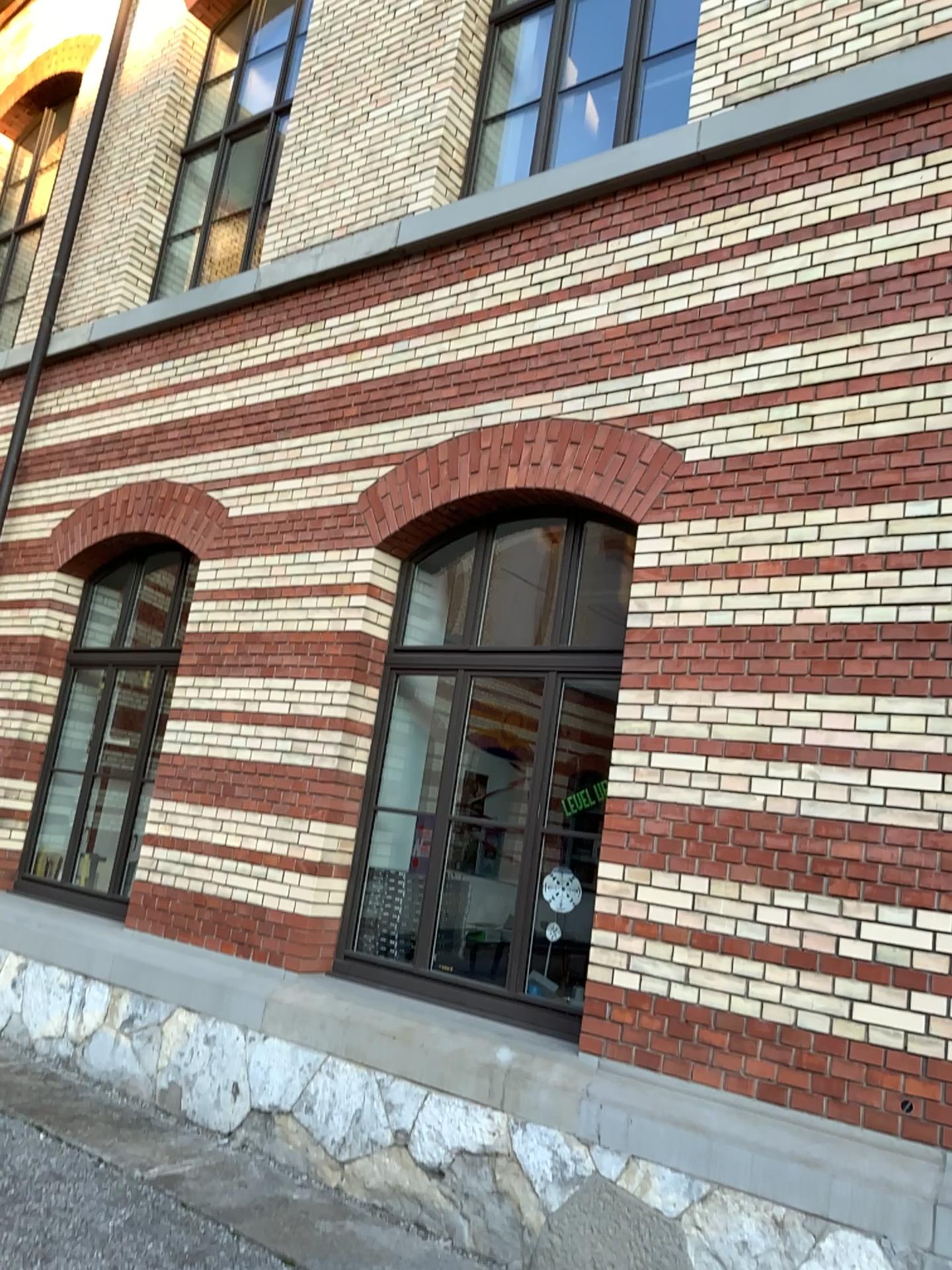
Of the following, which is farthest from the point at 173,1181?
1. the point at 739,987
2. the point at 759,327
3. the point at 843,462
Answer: the point at 759,327
